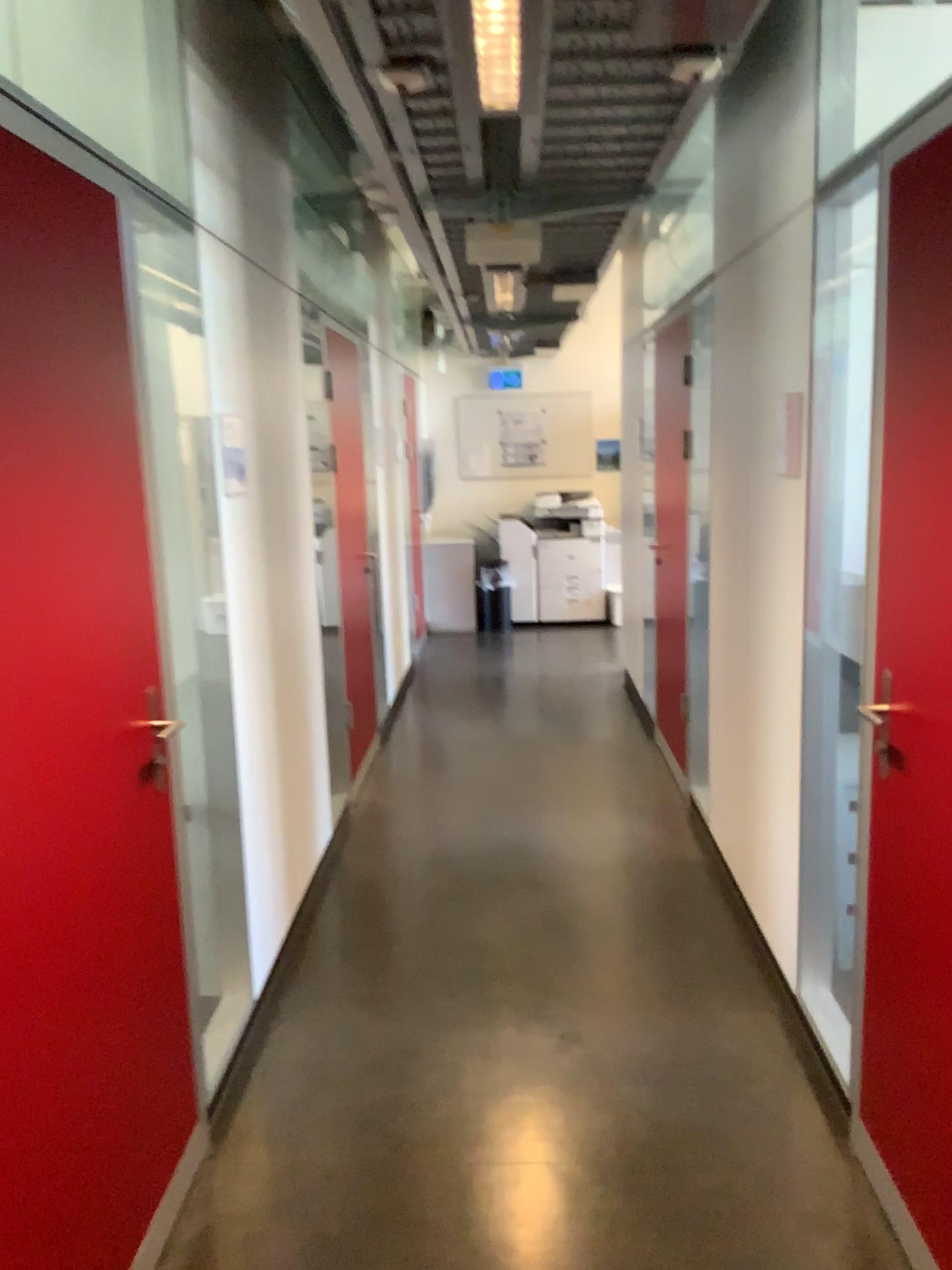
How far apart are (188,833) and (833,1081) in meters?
1.7

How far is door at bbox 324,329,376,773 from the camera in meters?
Answer: 3.9

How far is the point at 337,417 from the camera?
3.92m
